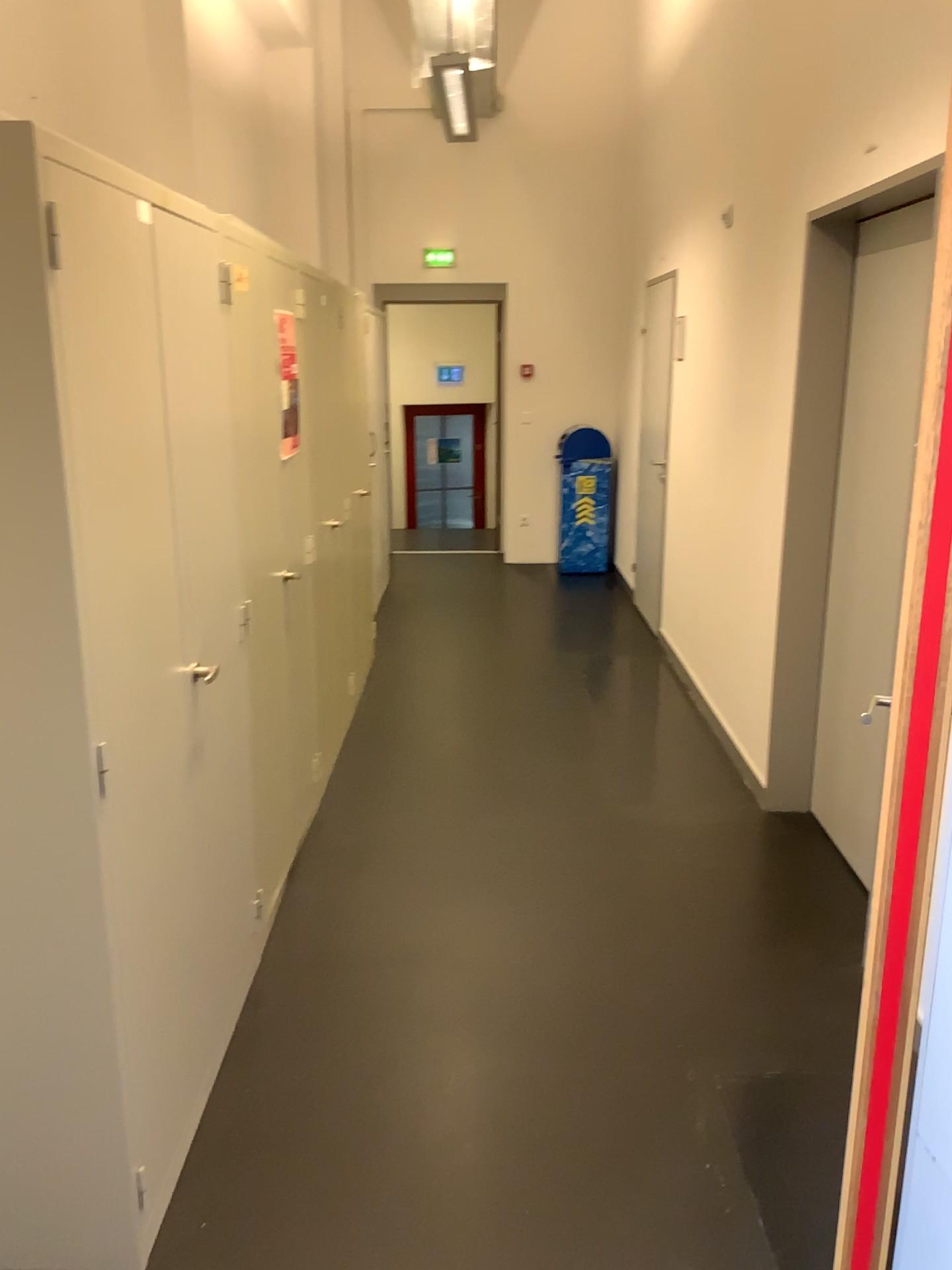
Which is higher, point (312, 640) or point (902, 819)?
point (902, 819)
